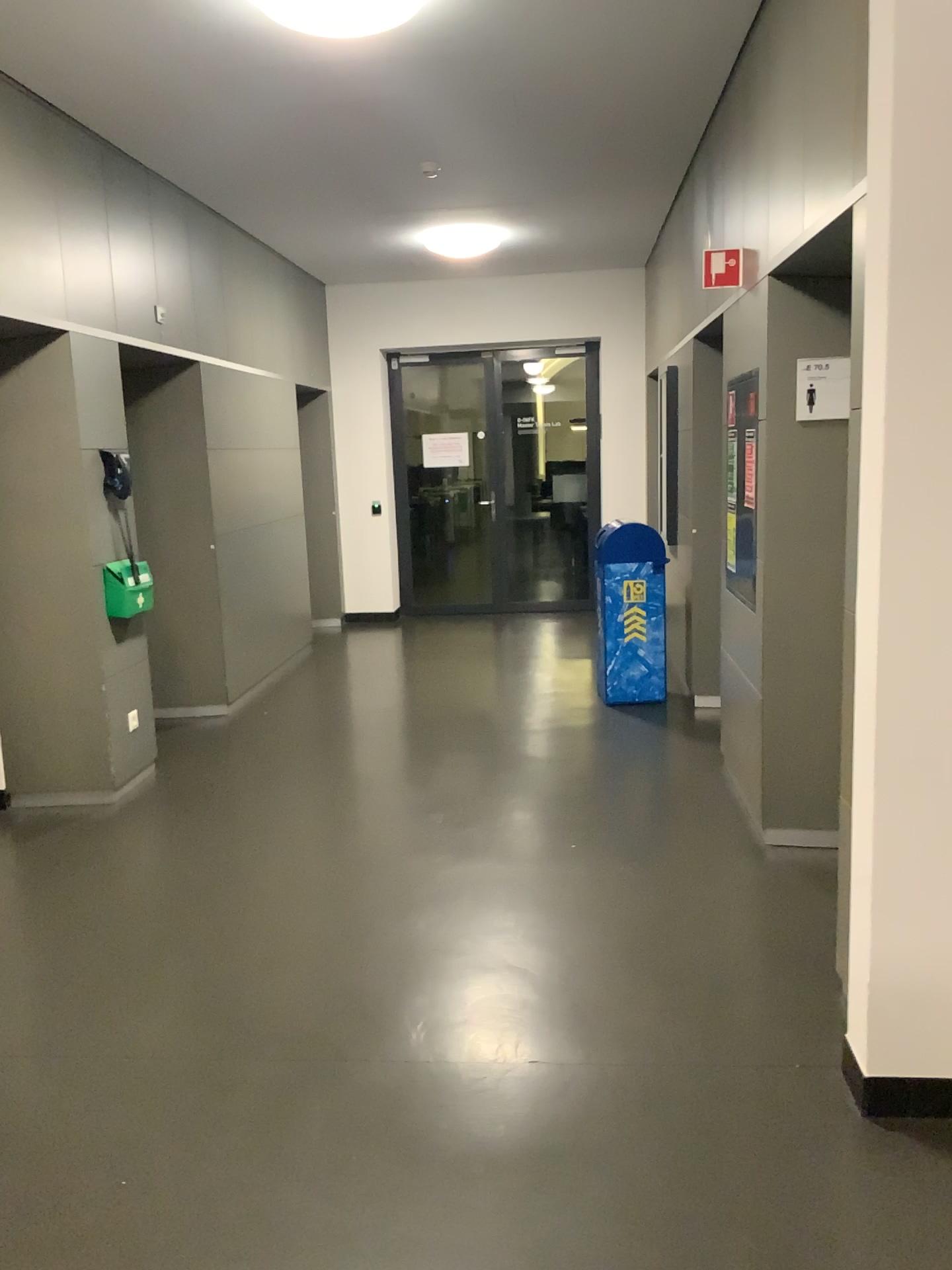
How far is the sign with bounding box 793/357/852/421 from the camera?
3.6m

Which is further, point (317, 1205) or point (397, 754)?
point (397, 754)

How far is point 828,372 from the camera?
3.6m
